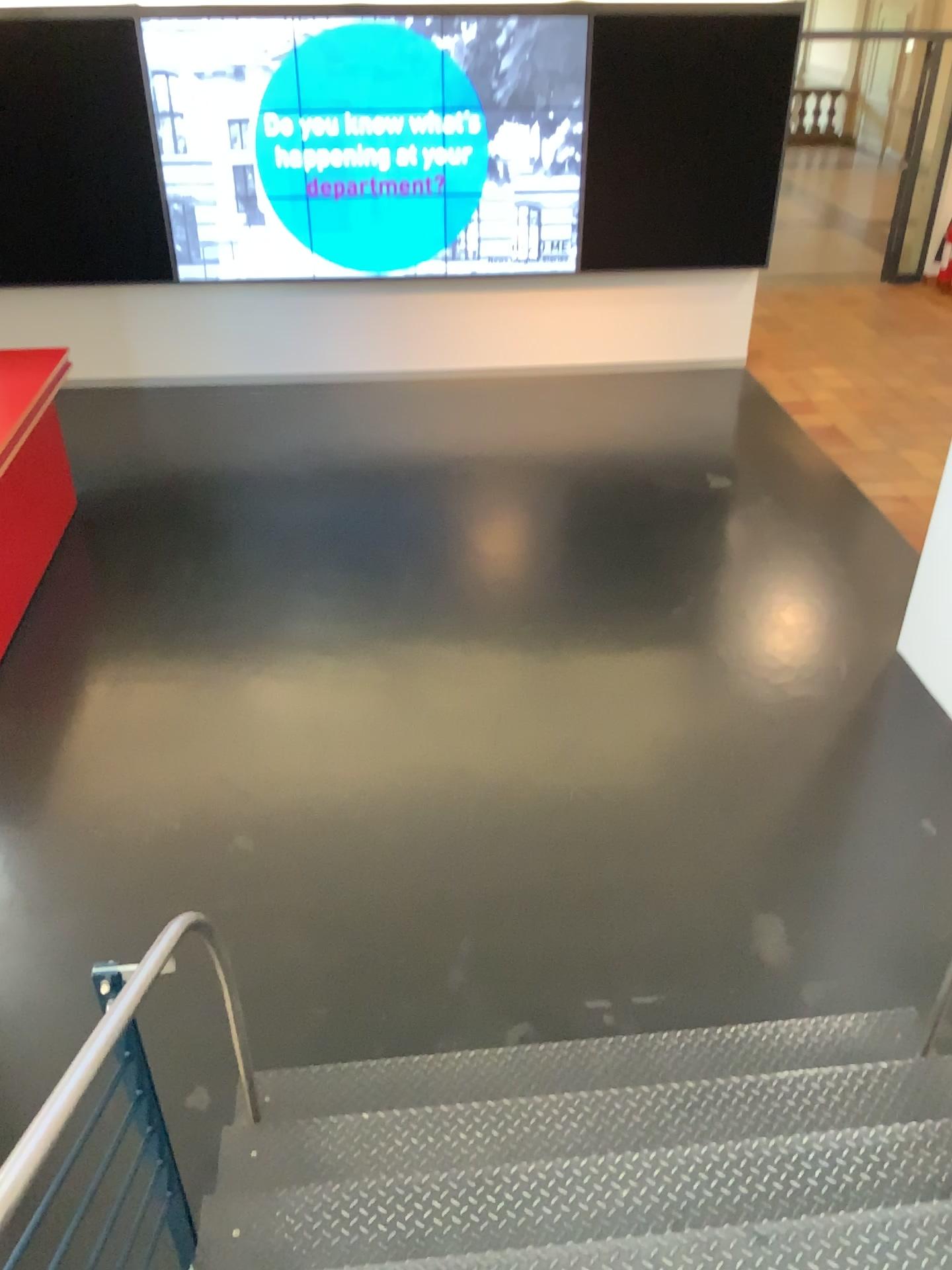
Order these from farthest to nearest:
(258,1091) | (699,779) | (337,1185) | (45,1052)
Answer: (699,779) → (45,1052) → (258,1091) → (337,1185)
